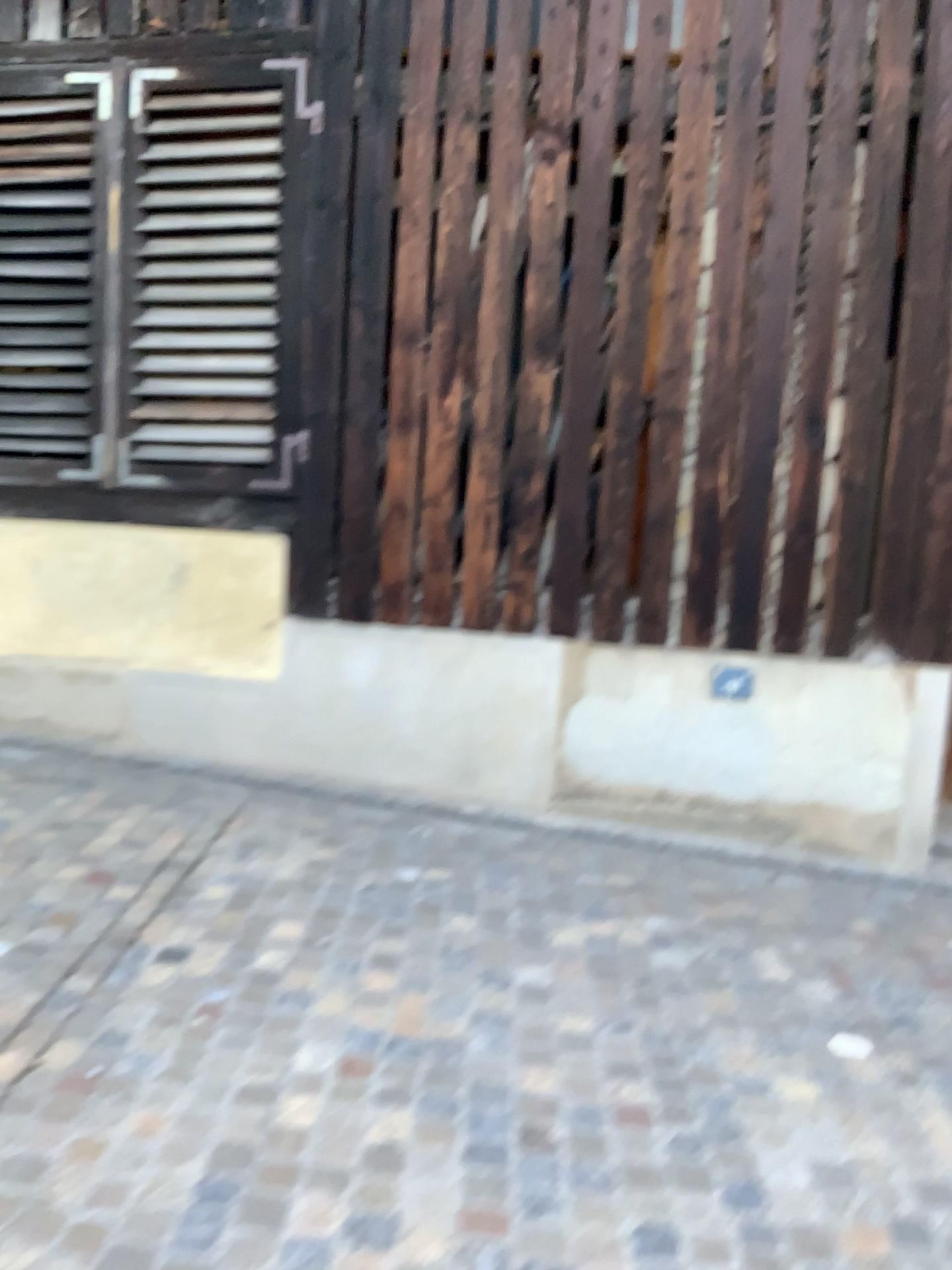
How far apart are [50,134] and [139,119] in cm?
42

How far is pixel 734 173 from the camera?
3.97m

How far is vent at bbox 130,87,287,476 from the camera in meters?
Answer: 4.2

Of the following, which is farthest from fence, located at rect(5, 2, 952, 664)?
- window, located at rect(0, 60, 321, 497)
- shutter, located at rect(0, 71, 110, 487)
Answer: shutter, located at rect(0, 71, 110, 487)

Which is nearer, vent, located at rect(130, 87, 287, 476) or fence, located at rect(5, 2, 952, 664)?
fence, located at rect(5, 2, 952, 664)

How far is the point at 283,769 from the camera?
4.4m

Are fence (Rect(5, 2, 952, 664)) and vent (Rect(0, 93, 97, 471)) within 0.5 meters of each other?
no

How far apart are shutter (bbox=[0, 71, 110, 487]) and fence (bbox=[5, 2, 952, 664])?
1.0 meters

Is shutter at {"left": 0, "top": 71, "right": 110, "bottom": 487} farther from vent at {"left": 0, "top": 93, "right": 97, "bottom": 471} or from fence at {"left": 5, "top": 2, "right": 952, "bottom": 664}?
fence at {"left": 5, "top": 2, "right": 952, "bottom": 664}

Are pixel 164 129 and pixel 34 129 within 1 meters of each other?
yes
